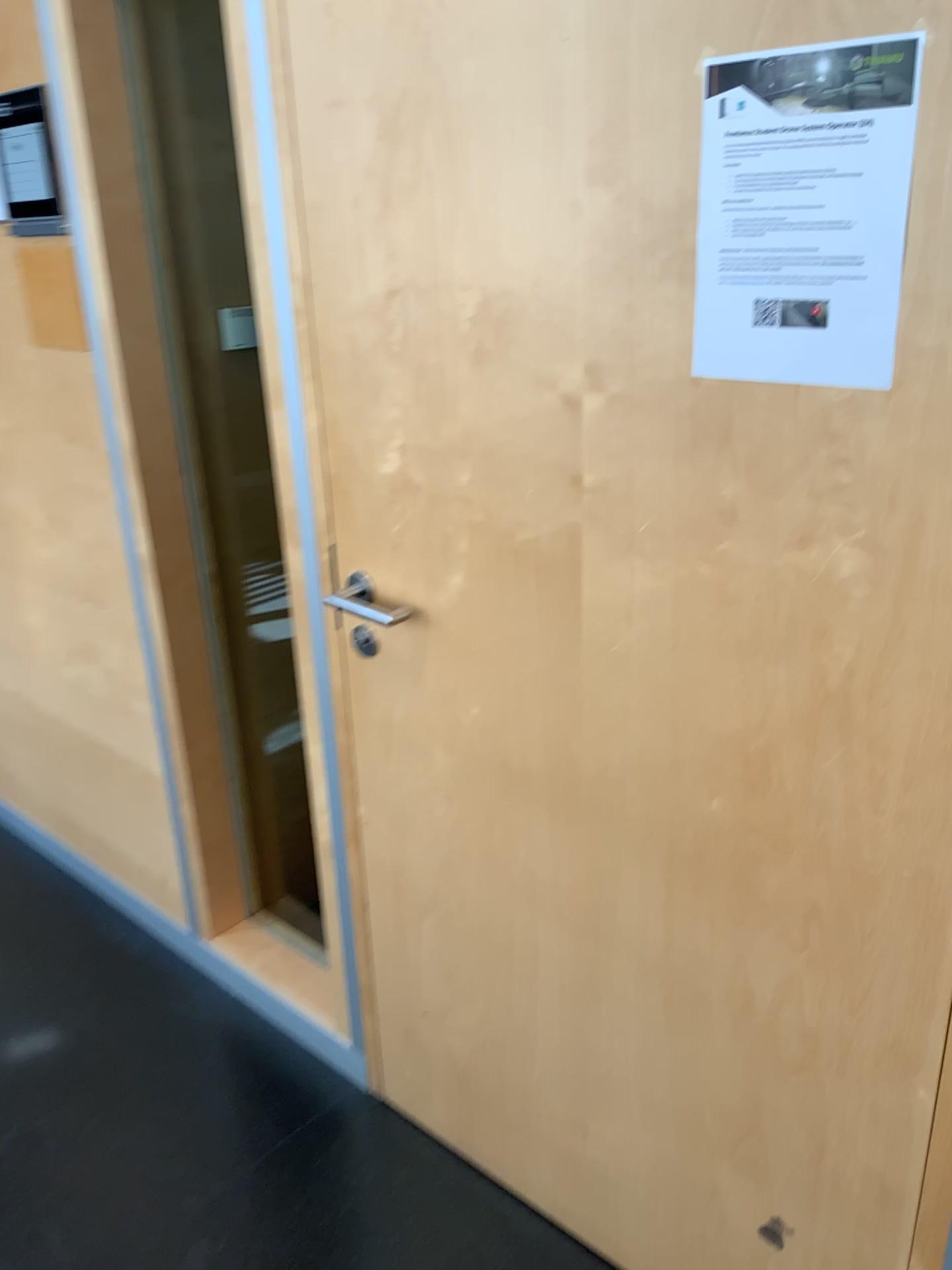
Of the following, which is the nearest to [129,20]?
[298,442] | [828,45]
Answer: [298,442]

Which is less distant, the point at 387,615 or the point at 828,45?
the point at 828,45

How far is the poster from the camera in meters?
0.9 m

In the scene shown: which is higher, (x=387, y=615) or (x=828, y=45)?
(x=828, y=45)

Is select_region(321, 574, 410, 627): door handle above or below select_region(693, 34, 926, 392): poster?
below

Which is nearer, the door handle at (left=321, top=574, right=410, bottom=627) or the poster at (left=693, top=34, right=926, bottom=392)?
the poster at (left=693, top=34, right=926, bottom=392)

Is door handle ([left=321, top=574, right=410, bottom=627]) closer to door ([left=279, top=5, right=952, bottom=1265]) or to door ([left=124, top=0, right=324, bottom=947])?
door ([left=279, top=5, right=952, bottom=1265])

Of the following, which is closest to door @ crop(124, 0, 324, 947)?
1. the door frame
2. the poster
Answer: the door frame

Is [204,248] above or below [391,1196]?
above

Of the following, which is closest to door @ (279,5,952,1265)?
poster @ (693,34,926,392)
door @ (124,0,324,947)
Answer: poster @ (693,34,926,392)
